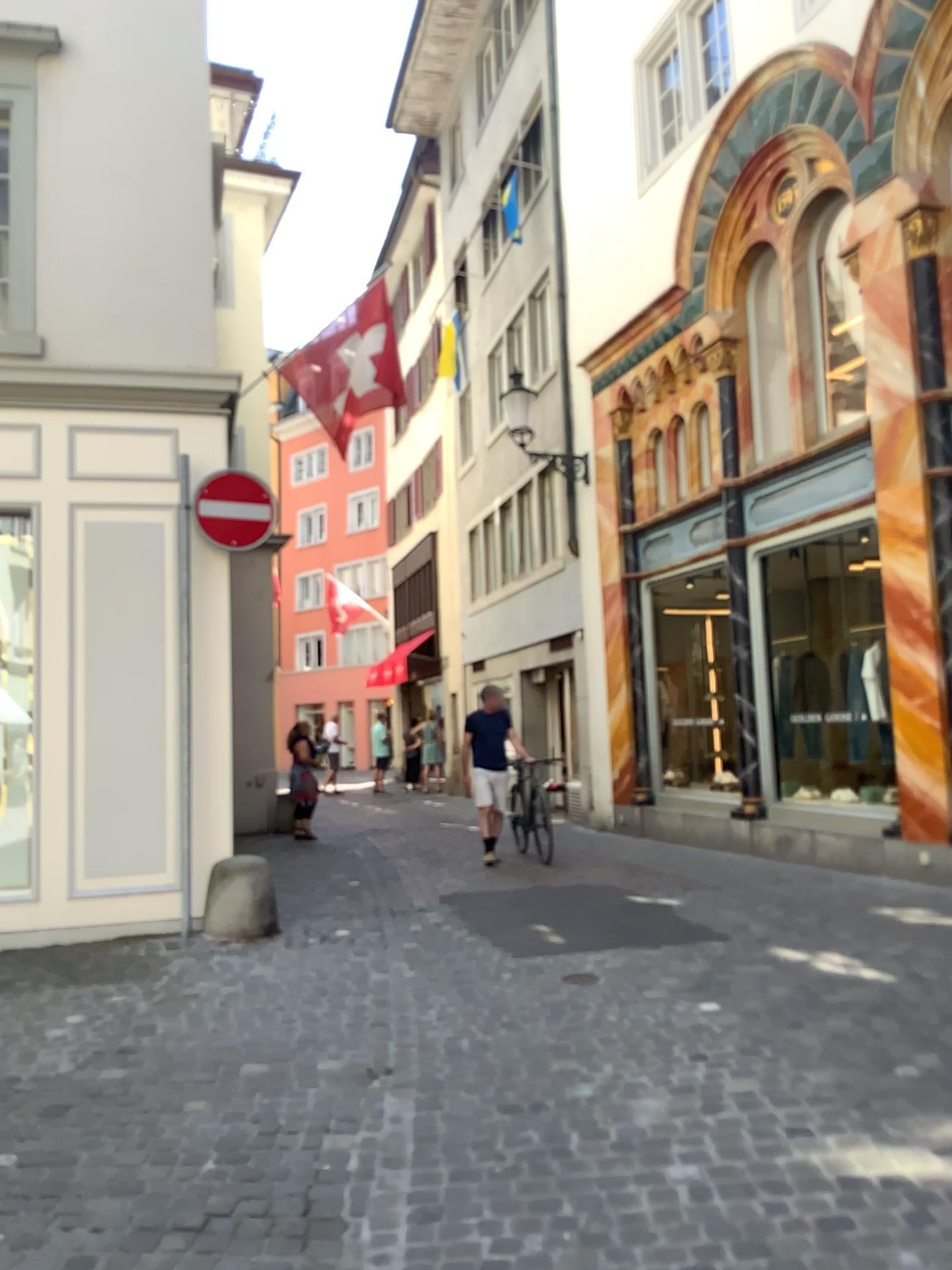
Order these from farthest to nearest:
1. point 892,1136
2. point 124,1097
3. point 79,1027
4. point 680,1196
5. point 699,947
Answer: point 699,947, point 79,1027, point 124,1097, point 892,1136, point 680,1196
